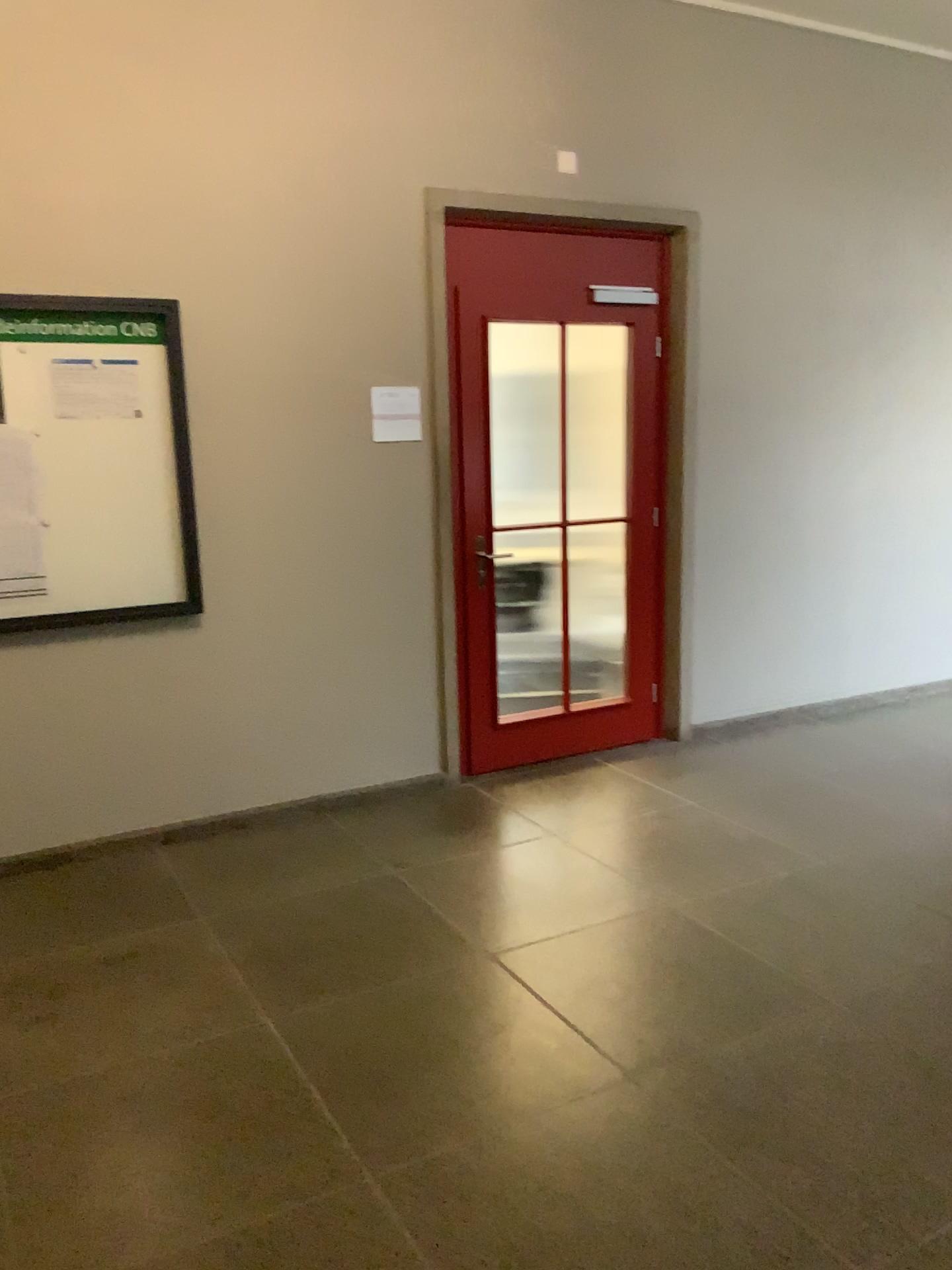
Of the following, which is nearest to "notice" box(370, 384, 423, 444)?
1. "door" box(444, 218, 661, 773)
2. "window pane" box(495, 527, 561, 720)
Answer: "door" box(444, 218, 661, 773)

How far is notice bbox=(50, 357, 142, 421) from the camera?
3.6m

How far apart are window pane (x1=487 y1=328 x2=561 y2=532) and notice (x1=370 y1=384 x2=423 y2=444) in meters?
0.4

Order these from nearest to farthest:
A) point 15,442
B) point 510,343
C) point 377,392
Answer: point 15,442, point 377,392, point 510,343

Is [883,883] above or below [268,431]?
below

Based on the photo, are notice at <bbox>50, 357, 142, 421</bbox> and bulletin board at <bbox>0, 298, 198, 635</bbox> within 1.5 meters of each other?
yes

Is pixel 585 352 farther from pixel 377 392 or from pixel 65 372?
pixel 65 372

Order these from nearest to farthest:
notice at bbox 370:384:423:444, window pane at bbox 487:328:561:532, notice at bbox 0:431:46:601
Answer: notice at bbox 0:431:46:601
notice at bbox 370:384:423:444
window pane at bbox 487:328:561:532

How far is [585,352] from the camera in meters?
4.7 m

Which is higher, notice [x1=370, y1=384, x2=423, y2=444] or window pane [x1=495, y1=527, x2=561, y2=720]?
notice [x1=370, y1=384, x2=423, y2=444]
